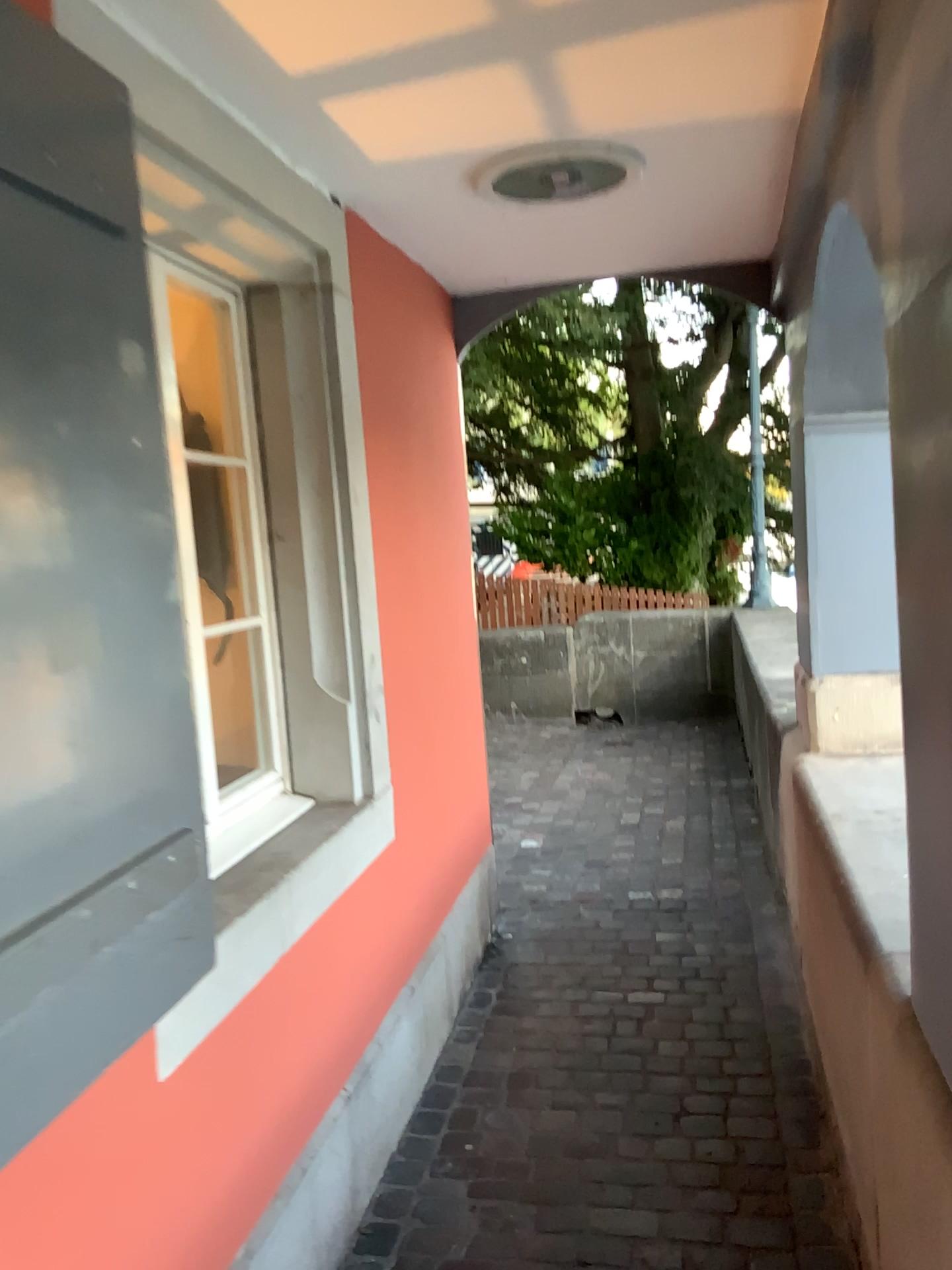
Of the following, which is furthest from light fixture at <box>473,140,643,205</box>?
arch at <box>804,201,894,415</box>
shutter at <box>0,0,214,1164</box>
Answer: shutter at <box>0,0,214,1164</box>

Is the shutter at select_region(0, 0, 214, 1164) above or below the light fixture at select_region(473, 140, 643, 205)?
below

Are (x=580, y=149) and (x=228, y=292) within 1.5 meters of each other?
yes

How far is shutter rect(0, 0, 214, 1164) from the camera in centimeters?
114cm

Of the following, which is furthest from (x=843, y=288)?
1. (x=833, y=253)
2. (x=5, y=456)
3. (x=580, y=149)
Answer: (x=5, y=456)

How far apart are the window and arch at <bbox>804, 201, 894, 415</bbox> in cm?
135

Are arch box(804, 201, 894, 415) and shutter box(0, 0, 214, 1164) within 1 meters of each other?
no

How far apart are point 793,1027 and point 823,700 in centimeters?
94cm

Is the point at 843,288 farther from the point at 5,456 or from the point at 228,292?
the point at 5,456

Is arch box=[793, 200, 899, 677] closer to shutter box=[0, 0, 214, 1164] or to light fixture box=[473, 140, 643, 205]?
light fixture box=[473, 140, 643, 205]
